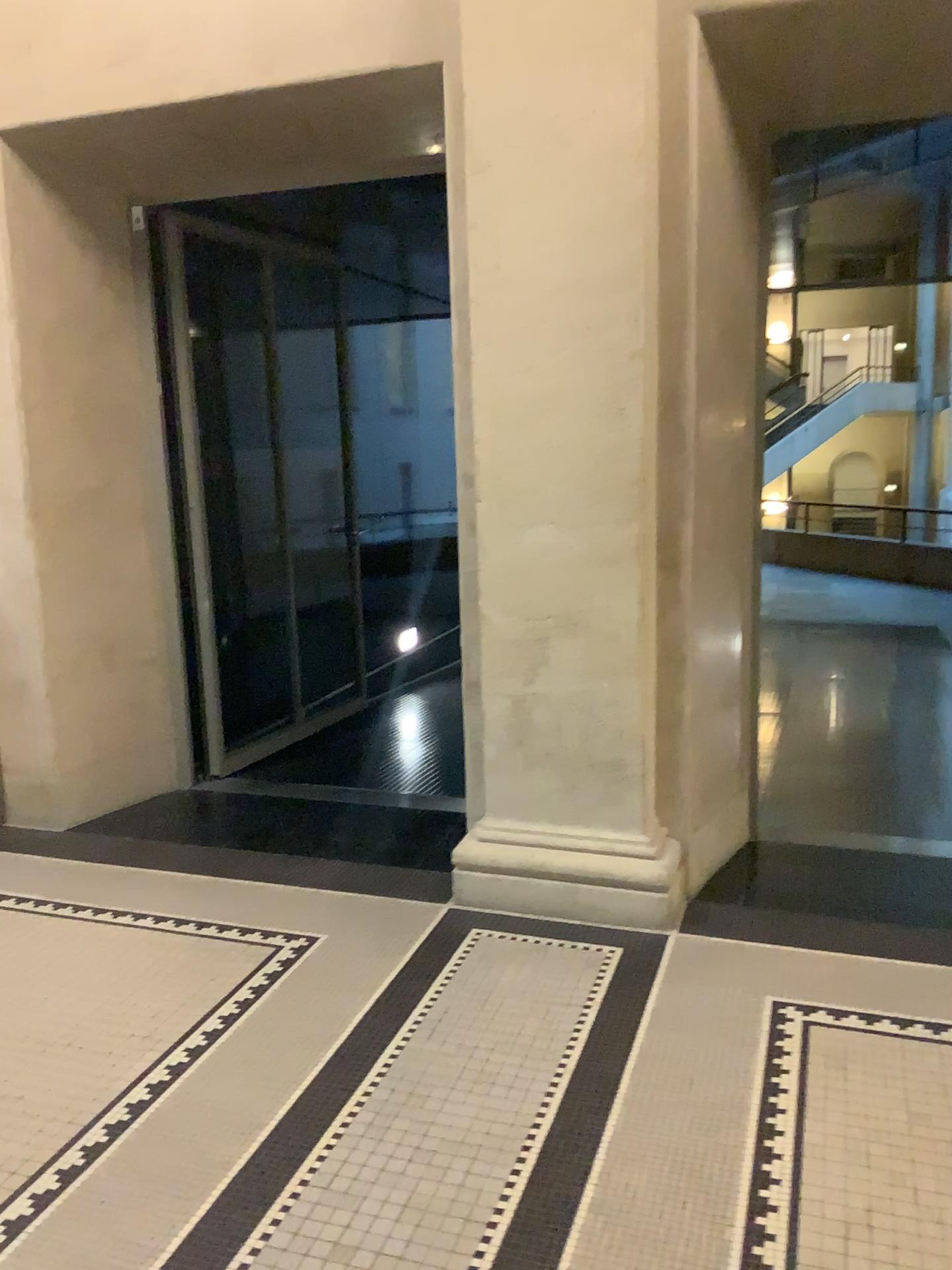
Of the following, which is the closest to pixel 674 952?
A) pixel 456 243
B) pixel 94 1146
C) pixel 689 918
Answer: pixel 689 918
